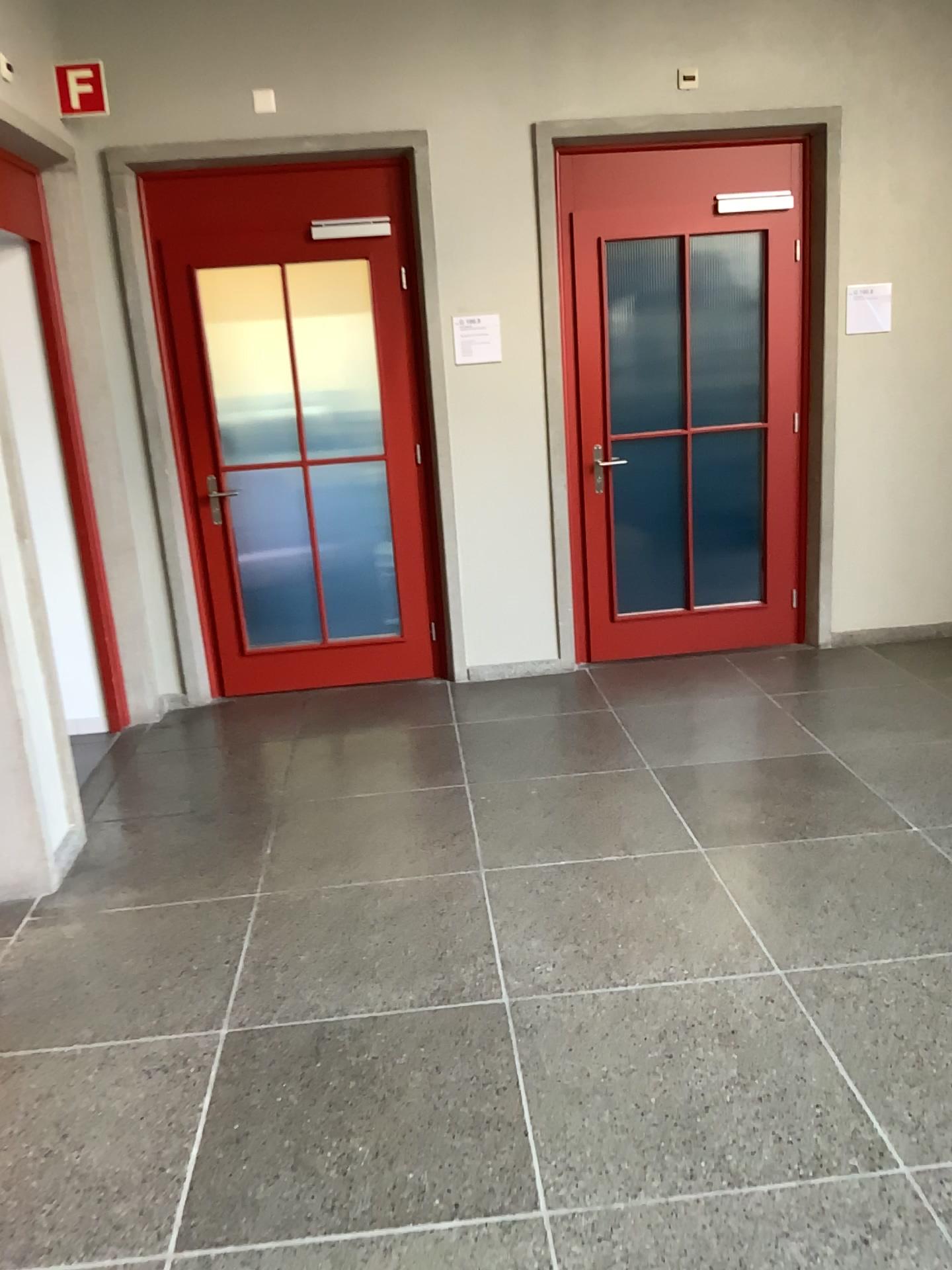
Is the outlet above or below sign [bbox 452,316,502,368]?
above

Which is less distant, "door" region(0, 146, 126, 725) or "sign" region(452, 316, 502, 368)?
"door" region(0, 146, 126, 725)

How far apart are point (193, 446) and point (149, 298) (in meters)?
0.67

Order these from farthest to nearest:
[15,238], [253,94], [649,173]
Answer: [649,173] → [253,94] → [15,238]

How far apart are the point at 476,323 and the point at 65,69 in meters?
1.9 m

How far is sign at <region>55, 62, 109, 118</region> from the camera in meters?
4.3 m

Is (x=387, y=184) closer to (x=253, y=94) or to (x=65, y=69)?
(x=253, y=94)

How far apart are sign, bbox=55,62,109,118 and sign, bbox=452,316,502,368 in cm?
173

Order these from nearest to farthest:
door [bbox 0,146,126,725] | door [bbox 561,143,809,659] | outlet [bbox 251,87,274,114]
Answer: door [bbox 0,146,126,725], outlet [bbox 251,87,274,114], door [bbox 561,143,809,659]

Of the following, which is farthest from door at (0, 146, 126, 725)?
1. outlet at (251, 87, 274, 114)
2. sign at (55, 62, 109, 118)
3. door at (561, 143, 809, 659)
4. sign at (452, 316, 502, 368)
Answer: door at (561, 143, 809, 659)
